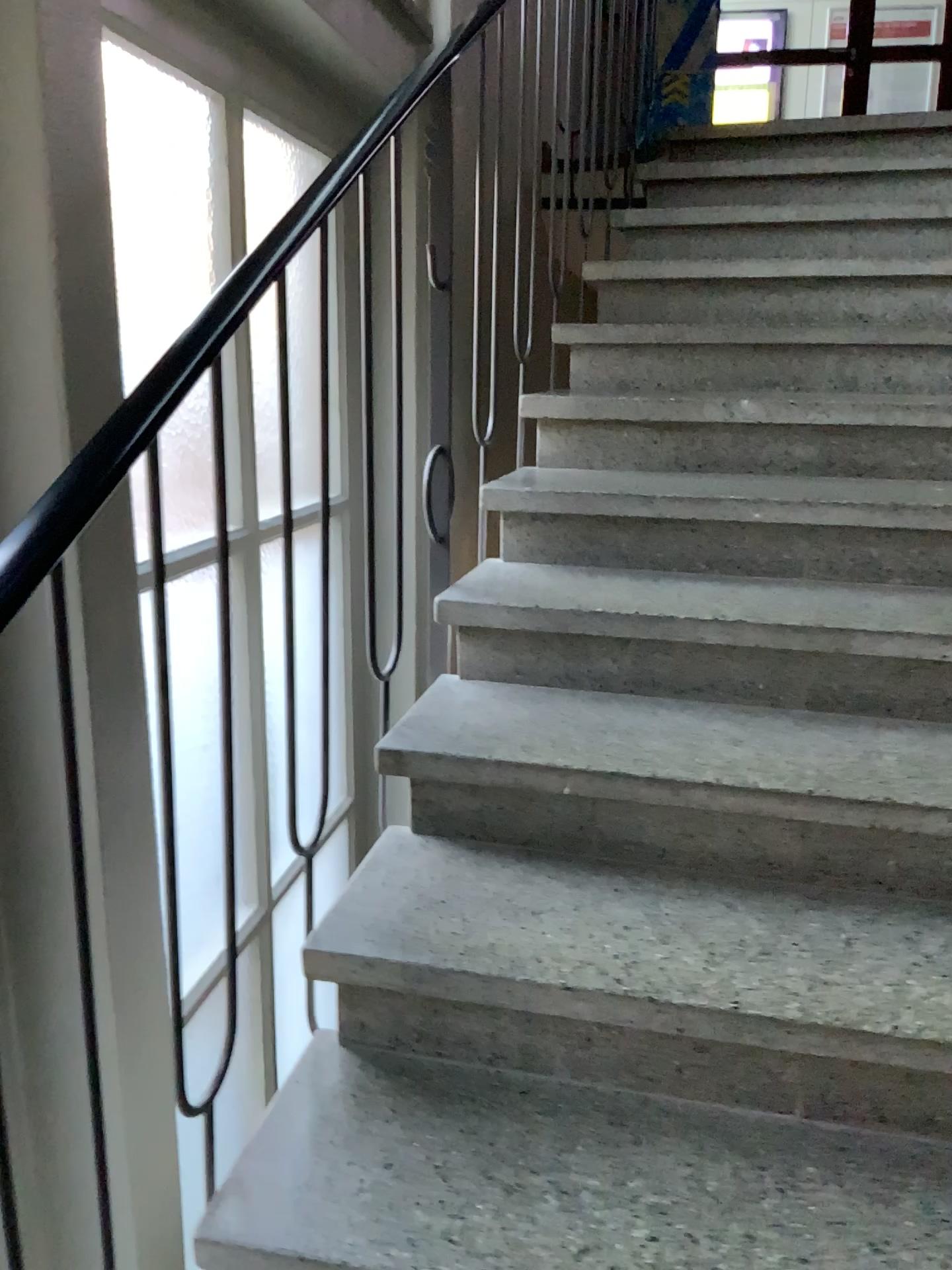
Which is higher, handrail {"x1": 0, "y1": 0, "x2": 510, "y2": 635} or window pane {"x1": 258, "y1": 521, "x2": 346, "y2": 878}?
handrail {"x1": 0, "y1": 0, "x2": 510, "y2": 635}

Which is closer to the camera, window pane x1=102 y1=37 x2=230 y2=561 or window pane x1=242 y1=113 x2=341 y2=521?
window pane x1=102 y1=37 x2=230 y2=561

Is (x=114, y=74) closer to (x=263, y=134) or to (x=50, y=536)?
(x=263, y=134)

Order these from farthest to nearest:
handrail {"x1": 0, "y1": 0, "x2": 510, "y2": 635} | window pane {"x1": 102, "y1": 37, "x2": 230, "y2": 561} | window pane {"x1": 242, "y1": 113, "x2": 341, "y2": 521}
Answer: window pane {"x1": 242, "y1": 113, "x2": 341, "y2": 521} → window pane {"x1": 102, "y1": 37, "x2": 230, "y2": 561} → handrail {"x1": 0, "y1": 0, "x2": 510, "y2": 635}

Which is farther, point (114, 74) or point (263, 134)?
point (263, 134)

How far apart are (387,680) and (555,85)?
1.6 meters

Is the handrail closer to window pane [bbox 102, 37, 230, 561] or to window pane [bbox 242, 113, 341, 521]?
window pane [bbox 102, 37, 230, 561]

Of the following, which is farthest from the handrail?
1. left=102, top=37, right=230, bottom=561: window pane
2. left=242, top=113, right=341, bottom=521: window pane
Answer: left=242, top=113, right=341, bottom=521: window pane

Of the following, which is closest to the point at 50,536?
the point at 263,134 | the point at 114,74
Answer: the point at 114,74

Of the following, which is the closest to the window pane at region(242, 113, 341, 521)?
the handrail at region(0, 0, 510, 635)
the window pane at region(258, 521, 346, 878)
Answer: the window pane at region(258, 521, 346, 878)
